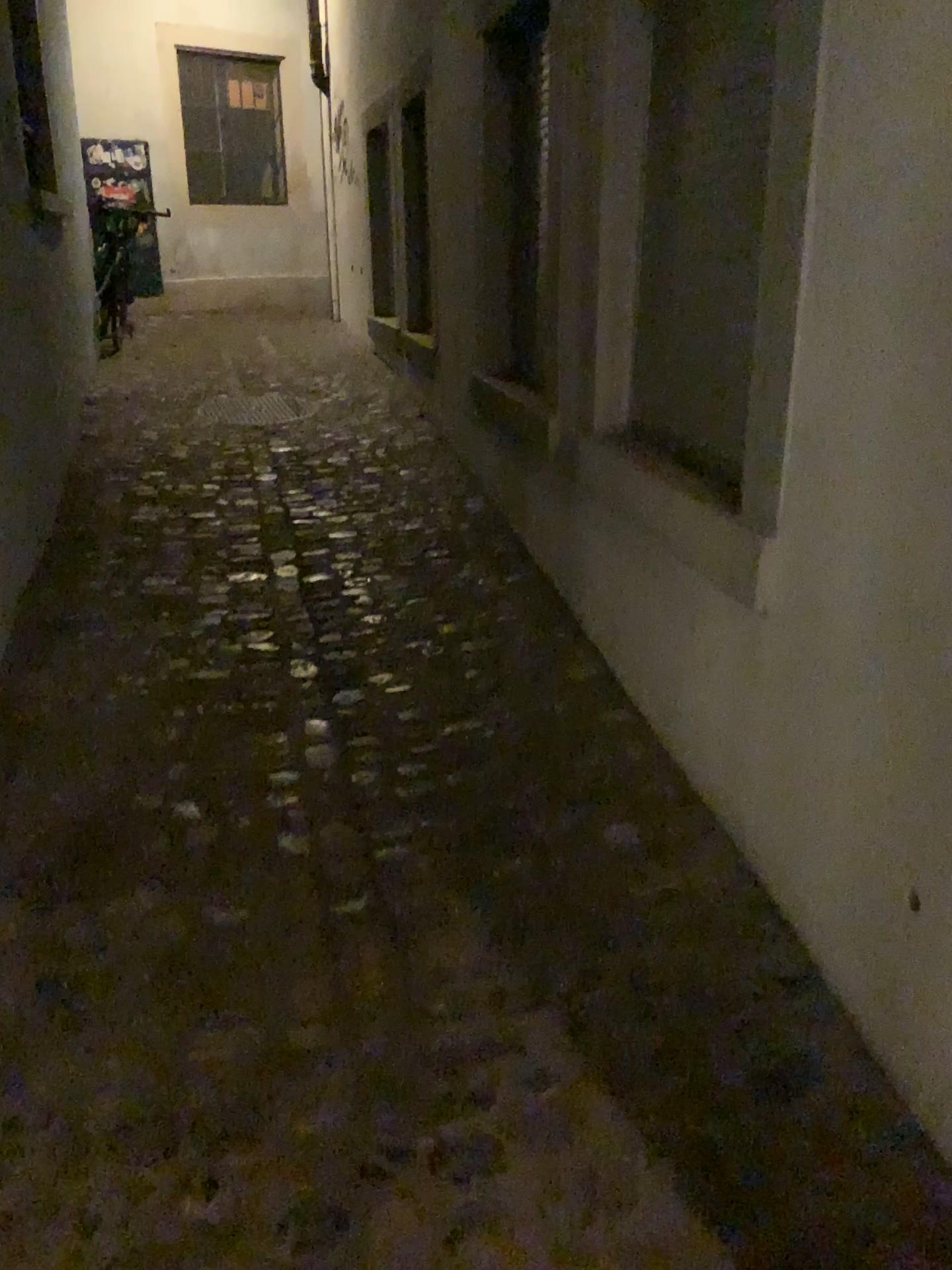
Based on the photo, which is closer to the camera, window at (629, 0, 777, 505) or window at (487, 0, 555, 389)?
window at (629, 0, 777, 505)

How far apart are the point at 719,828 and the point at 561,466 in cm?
142

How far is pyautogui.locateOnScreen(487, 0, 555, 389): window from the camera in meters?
3.6 m

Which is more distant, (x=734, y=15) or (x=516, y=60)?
(x=516, y=60)

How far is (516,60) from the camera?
3.63m
